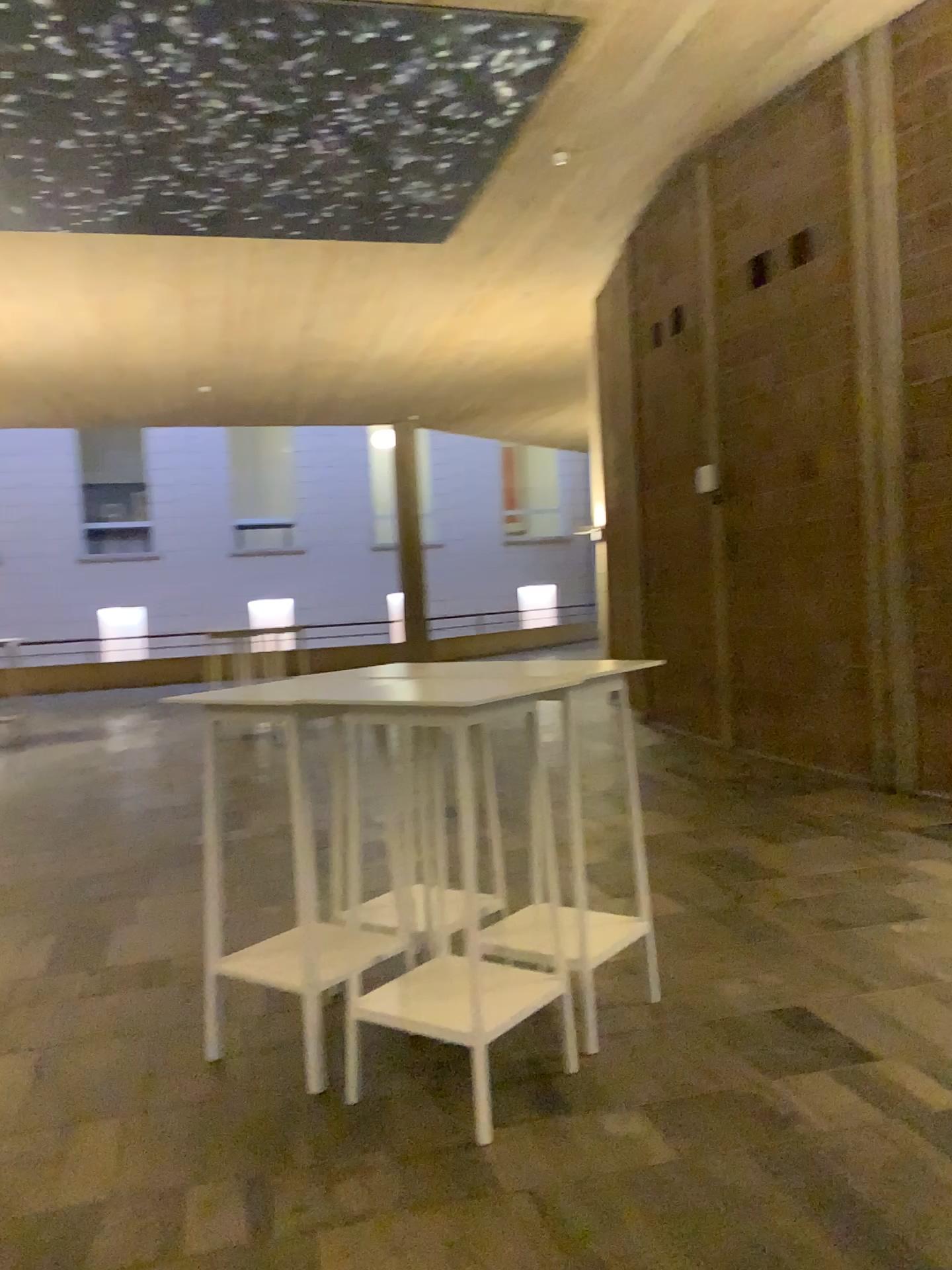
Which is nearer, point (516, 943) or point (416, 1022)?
point (416, 1022)

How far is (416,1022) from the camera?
2.77m

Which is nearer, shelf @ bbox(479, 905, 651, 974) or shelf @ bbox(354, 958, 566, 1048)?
shelf @ bbox(354, 958, 566, 1048)

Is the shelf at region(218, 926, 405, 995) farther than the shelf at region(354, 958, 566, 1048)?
Yes

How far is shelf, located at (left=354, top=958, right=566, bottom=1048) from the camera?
2.8 meters

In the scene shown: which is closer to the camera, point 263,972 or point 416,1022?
point 416,1022

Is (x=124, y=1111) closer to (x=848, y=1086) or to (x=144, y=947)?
(x=144, y=947)
